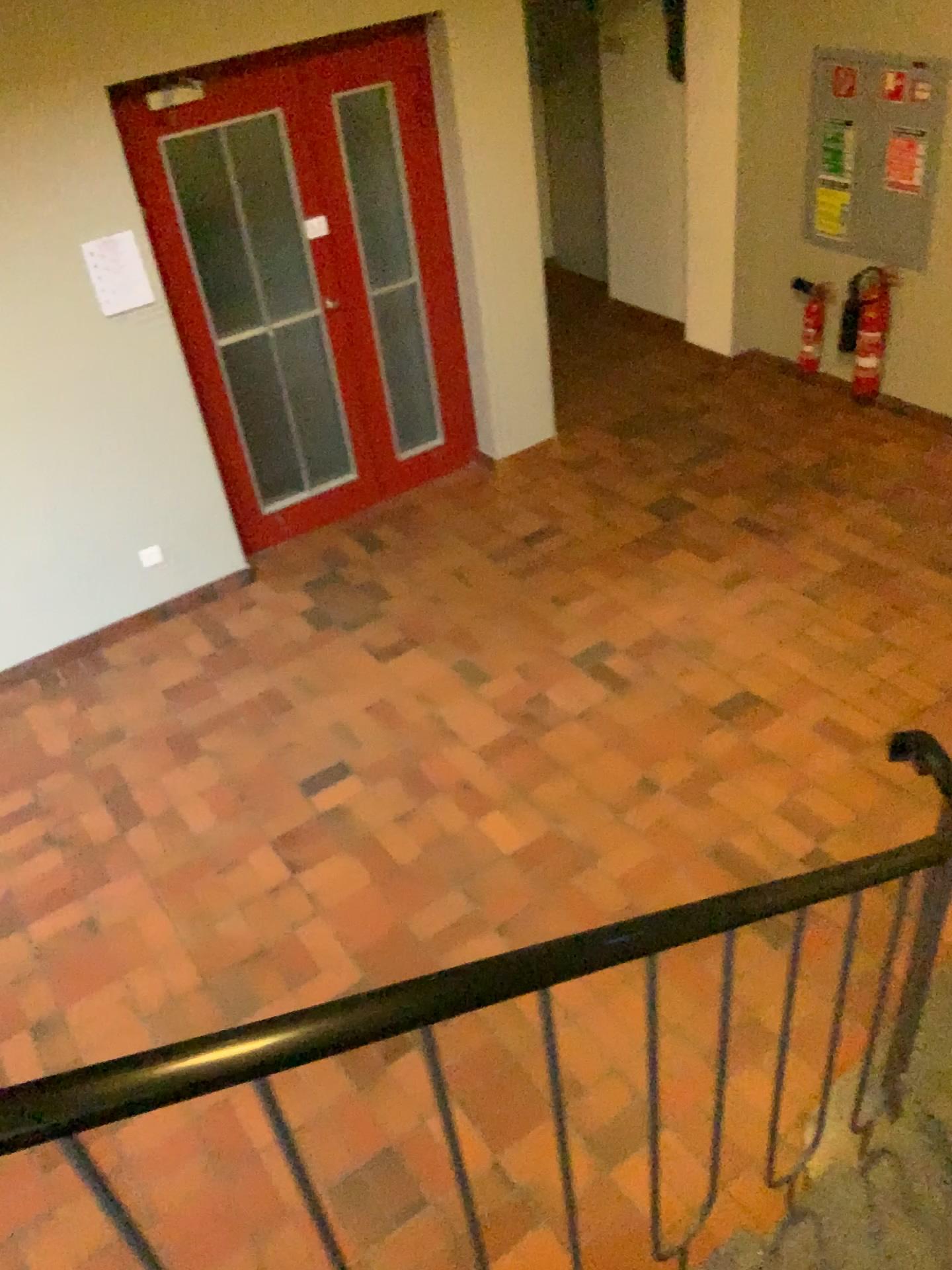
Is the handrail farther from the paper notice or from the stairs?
the paper notice

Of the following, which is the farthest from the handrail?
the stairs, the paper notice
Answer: the paper notice

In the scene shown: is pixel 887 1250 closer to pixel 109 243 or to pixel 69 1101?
pixel 69 1101

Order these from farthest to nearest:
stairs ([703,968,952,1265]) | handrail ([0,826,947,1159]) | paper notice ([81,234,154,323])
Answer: paper notice ([81,234,154,323]), stairs ([703,968,952,1265]), handrail ([0,826,947,1159])

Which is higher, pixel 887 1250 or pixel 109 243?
pixel 109 243

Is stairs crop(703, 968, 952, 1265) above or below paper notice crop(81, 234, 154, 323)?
below

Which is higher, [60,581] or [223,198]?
[223,198]

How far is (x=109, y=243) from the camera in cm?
412

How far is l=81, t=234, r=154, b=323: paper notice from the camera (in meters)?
4.12

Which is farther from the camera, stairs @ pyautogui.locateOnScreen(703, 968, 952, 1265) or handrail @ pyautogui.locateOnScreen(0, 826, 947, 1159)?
stairs @ pyautogui.locateOnScreen(703, 968, 952, 1265)
